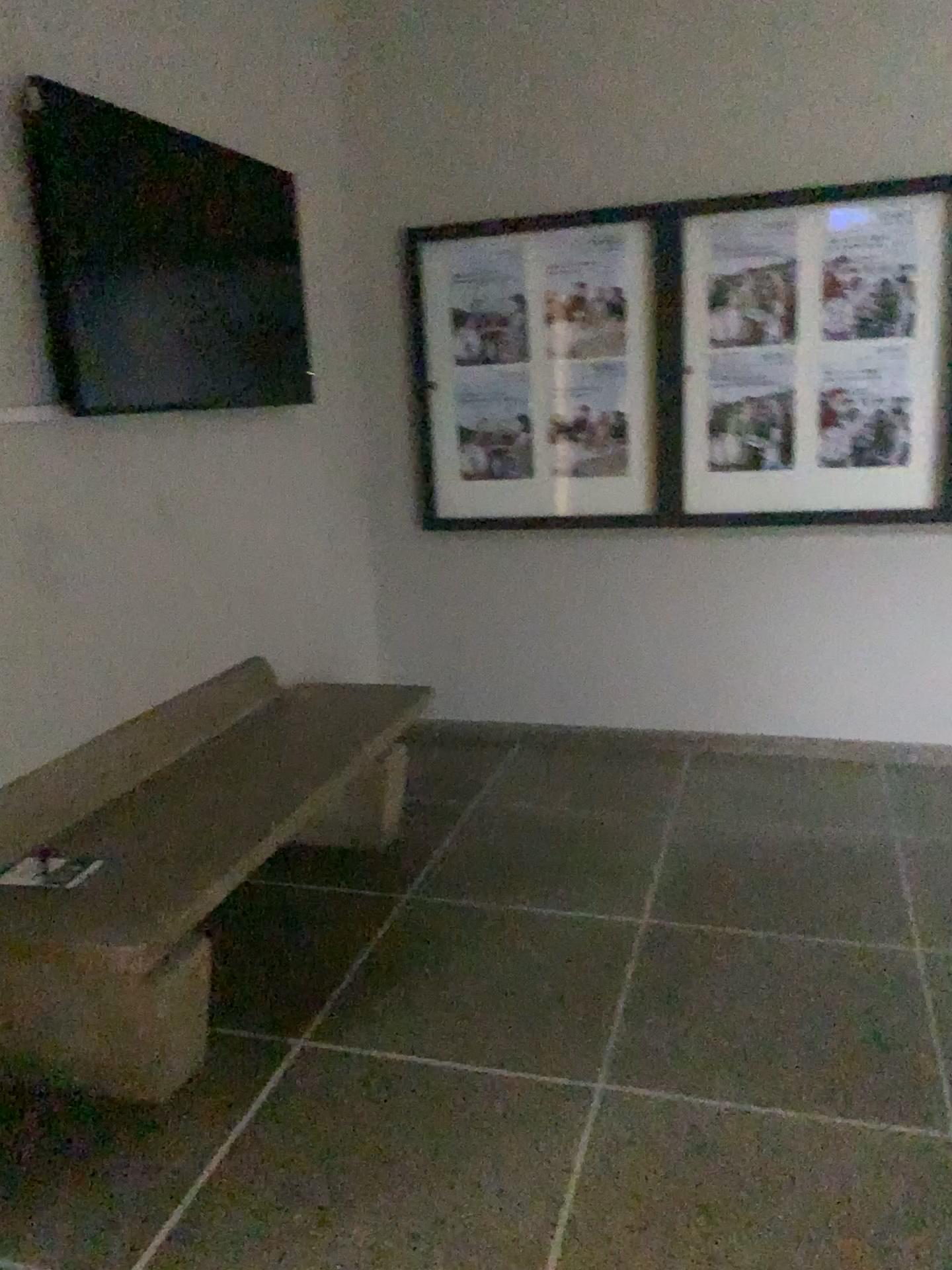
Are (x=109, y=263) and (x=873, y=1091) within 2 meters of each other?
no

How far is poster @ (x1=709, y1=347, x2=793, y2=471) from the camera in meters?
3.7

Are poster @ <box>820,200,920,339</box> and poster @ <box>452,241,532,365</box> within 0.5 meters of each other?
no

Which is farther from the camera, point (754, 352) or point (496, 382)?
point (496, 382)

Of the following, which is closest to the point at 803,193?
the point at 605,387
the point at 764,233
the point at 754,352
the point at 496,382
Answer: the point at 764,233

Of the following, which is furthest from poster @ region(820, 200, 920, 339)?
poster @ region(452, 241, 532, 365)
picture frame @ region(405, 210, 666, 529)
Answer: poster @ region(452, 241, 532, 365)

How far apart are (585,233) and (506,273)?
0.32m

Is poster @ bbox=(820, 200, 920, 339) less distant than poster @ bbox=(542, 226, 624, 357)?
Yes

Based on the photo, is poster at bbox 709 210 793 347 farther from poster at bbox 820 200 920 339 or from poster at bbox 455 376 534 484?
poster at bbox 455 376 534 484

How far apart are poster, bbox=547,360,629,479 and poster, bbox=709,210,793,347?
0.4m
